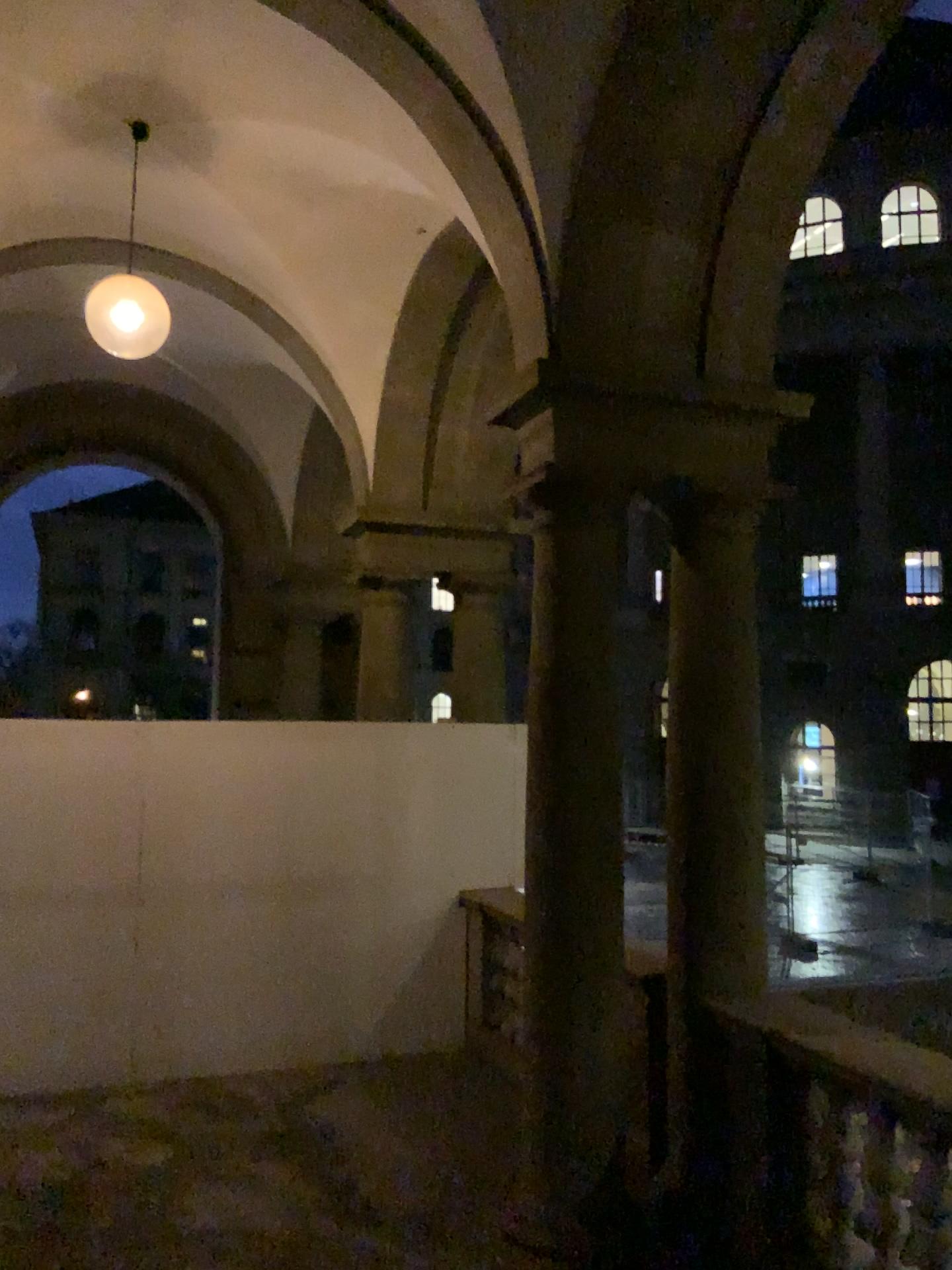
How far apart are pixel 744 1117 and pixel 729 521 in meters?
2.4

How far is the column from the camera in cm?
409

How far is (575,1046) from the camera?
4.1m
